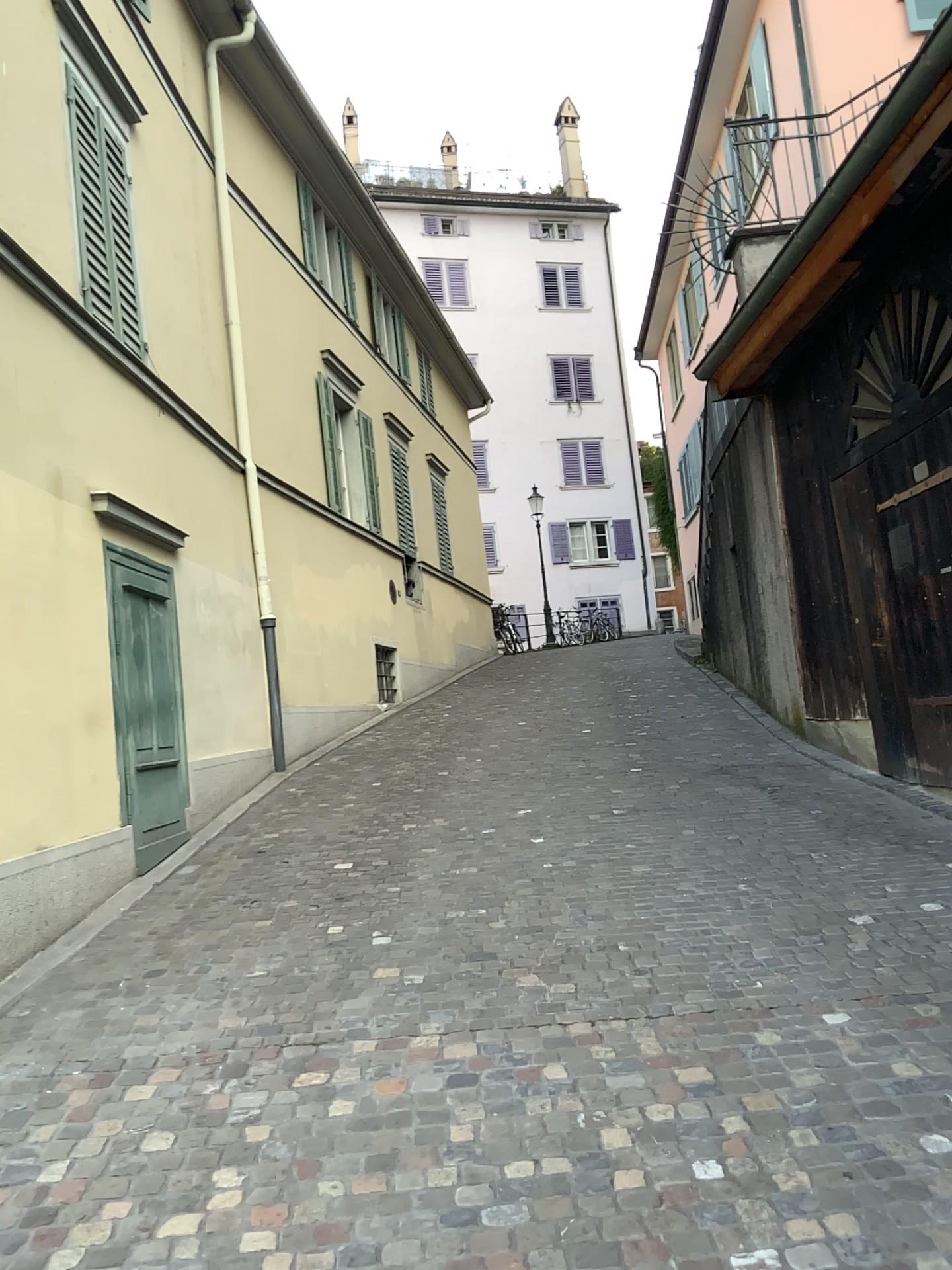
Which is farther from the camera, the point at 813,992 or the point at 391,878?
the point at 391,878
